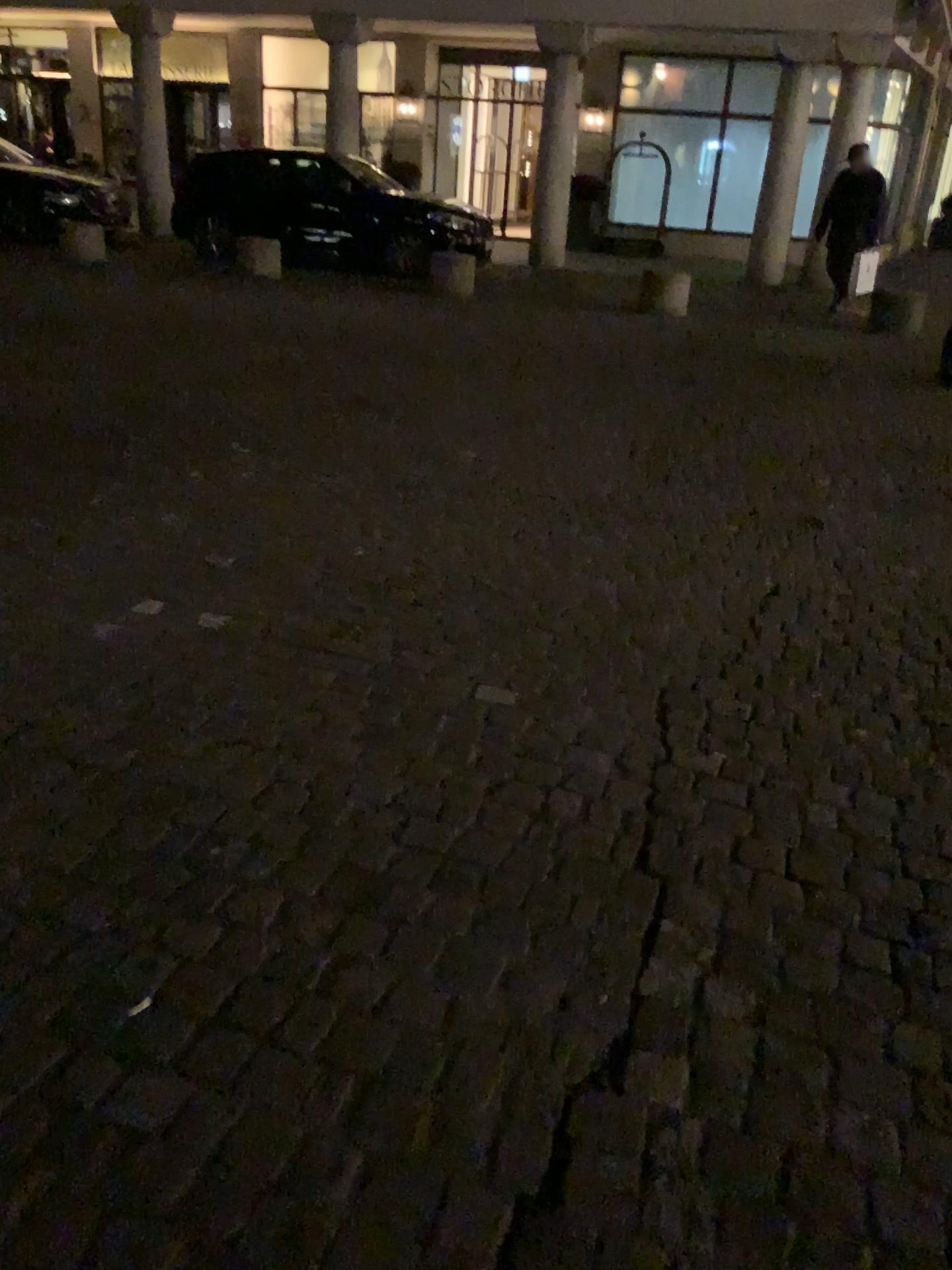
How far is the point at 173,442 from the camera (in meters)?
4.65
